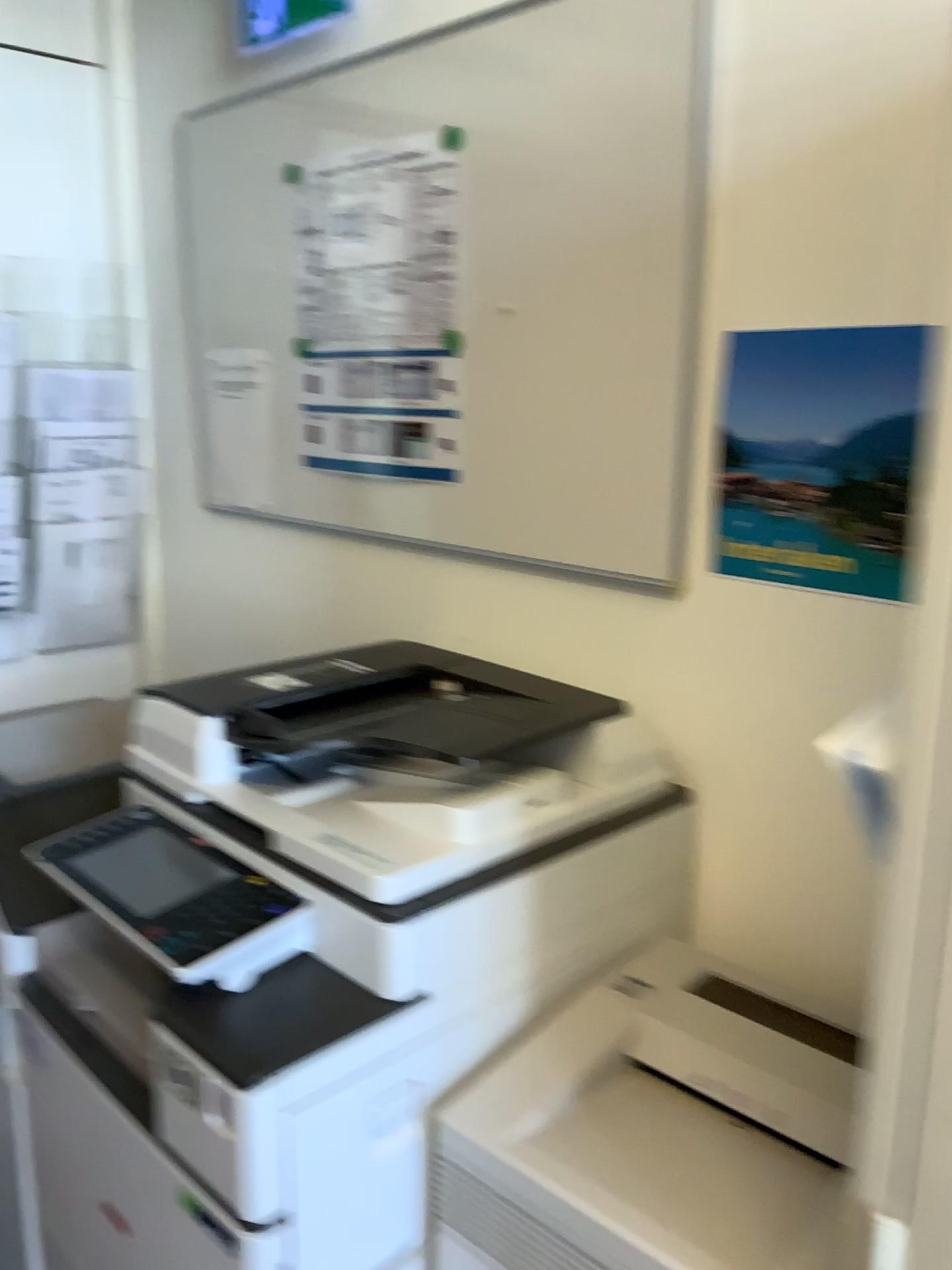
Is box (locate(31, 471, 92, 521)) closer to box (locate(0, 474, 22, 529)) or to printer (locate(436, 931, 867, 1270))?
box (locate(0, 474, 22, 529))

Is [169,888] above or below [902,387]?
below

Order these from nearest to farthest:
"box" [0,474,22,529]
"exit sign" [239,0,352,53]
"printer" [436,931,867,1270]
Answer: "printer" [436,931,867,1270] < "exit sign" [239,0,352,53] < "box" [0,474,22,529]

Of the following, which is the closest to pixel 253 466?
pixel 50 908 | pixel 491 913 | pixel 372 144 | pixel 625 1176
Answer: pixel 372 144

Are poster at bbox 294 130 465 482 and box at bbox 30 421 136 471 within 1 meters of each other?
yes

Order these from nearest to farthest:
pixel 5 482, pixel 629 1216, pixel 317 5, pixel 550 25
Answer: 1. pixel 629 1216
2. pixel 550 25
3. pixel 317 5
4. pixel 5 482

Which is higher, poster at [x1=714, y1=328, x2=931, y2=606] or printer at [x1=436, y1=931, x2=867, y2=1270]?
poster at [x1=714, y1=328, x2=931, y2=606]

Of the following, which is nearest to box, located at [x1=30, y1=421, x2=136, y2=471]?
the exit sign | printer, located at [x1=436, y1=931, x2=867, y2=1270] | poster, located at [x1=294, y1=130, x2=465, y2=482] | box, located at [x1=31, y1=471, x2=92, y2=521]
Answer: box, located at [x1=31, y1=471, x2=92, y2=521]

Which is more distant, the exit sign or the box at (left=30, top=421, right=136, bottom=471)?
the box at (left=30, top=421, right=136, bottom=471)

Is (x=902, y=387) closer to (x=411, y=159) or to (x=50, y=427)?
(x=411, y=159)
